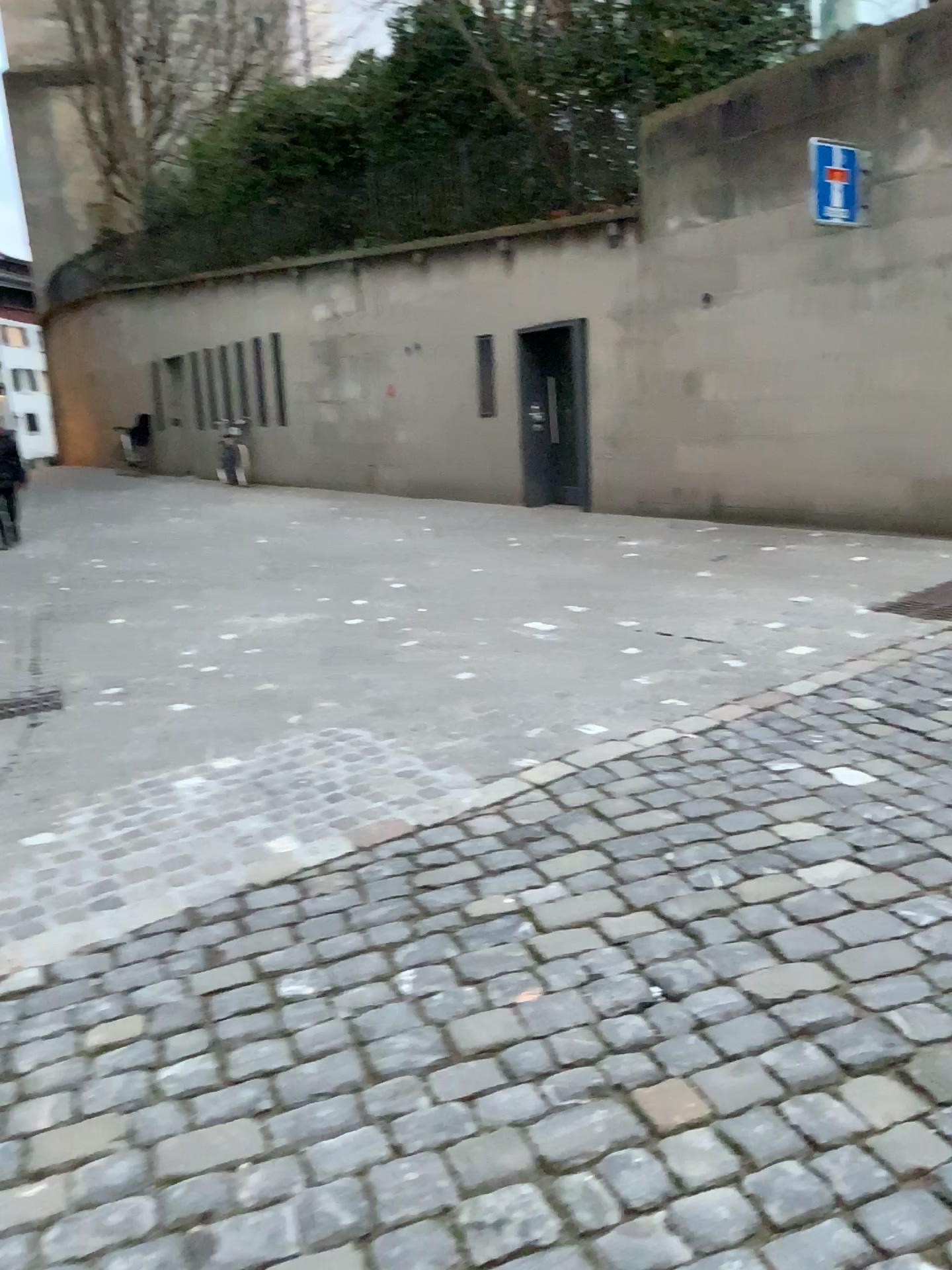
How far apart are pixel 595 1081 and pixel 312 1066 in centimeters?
59cm
